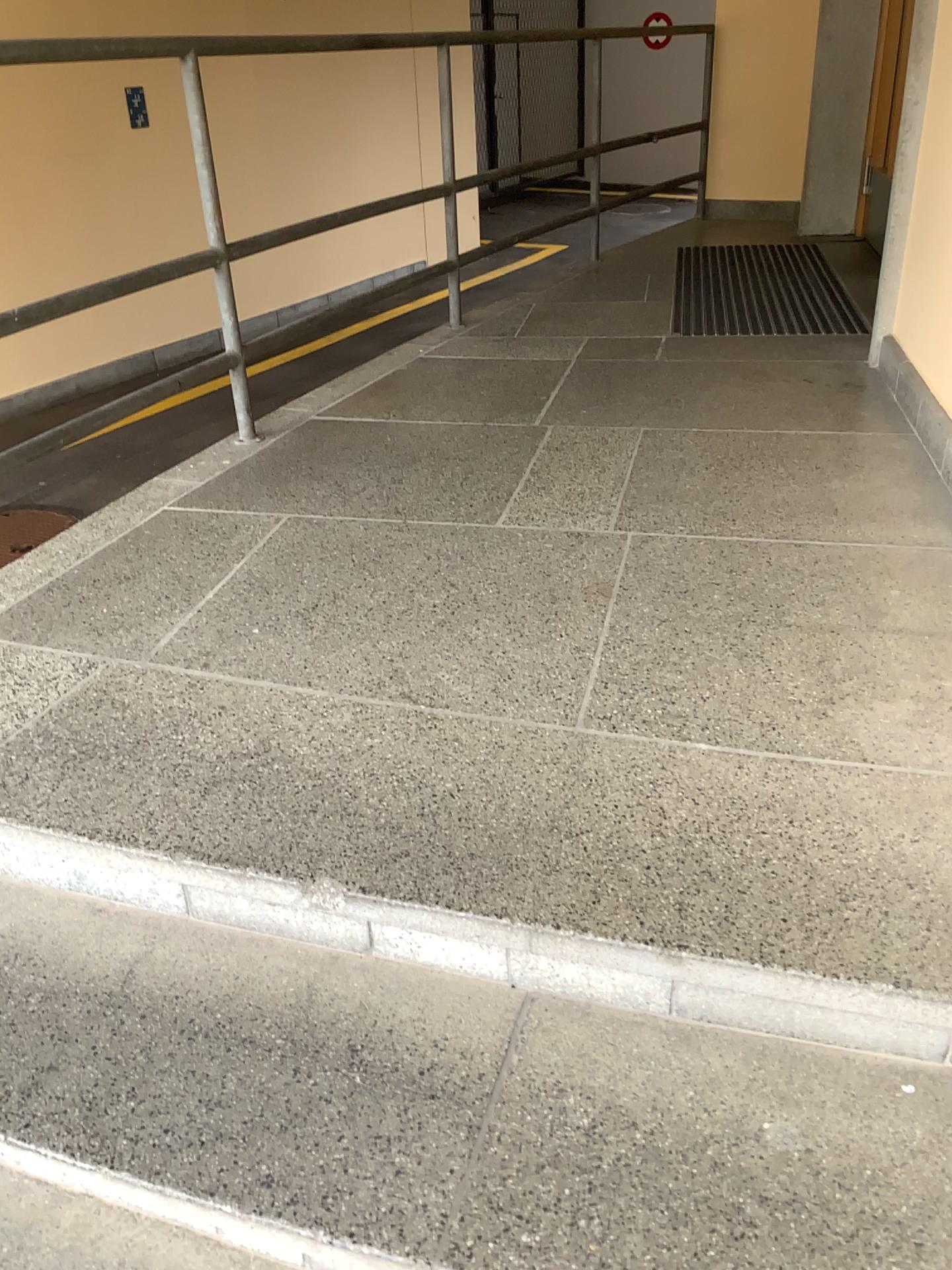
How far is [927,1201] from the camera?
1.0 meters

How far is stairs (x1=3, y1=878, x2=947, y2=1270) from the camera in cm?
105

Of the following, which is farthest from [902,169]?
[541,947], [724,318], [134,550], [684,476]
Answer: [541,947]
